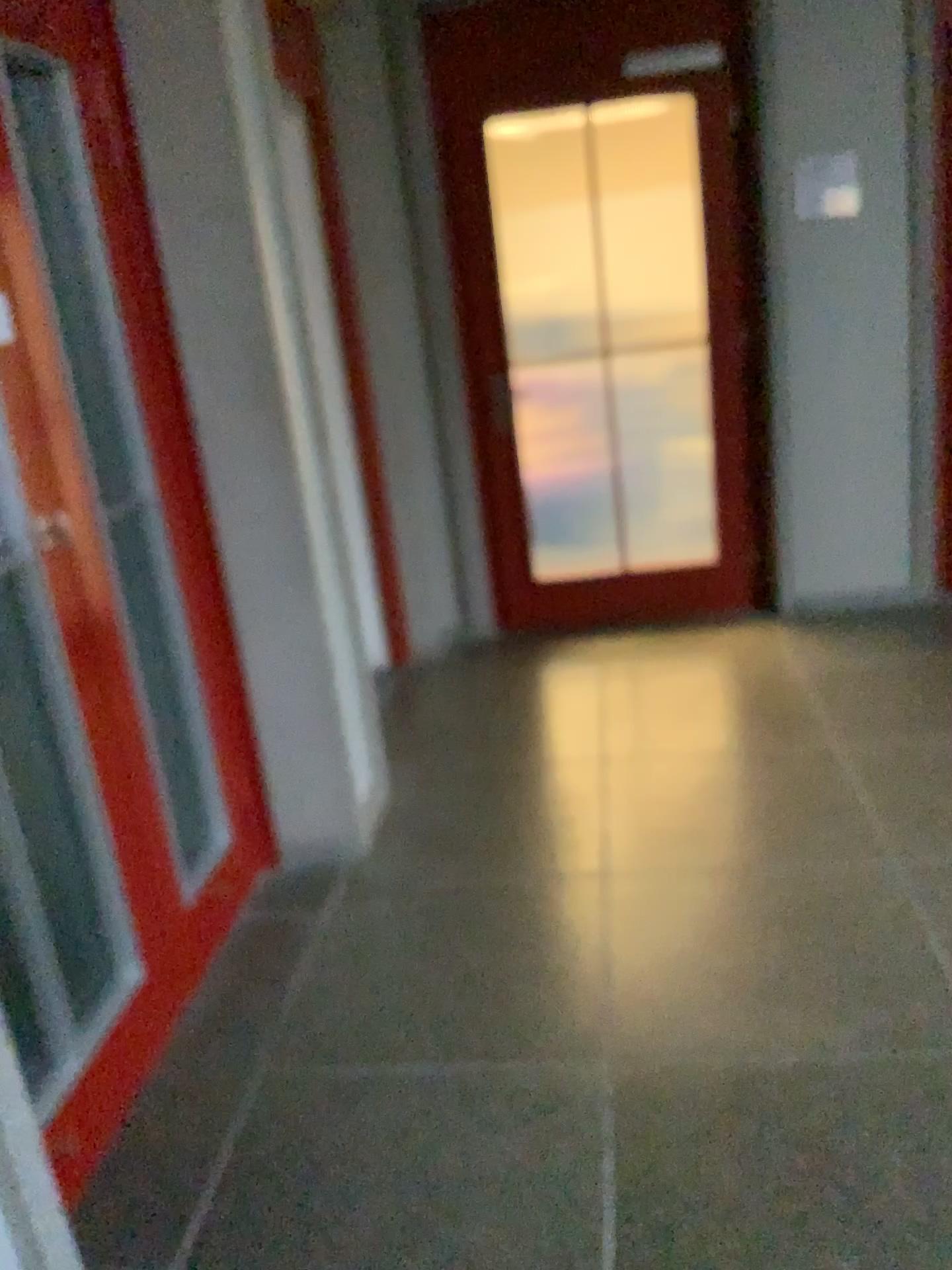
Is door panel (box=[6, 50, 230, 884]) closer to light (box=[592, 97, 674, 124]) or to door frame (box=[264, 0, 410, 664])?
door frame (box=[264, 0, 410, 664])

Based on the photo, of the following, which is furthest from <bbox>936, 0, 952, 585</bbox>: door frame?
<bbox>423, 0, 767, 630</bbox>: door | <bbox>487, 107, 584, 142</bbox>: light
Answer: <bbox>487, 107, 584, 142</bbox>: light

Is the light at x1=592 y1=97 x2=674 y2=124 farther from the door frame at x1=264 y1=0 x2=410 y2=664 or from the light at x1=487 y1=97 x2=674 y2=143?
the door frame at x1=264 y1=0 x2=410 y2=664

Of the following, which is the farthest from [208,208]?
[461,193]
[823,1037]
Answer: [823,1037]

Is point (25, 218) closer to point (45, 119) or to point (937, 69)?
point (45, 119)

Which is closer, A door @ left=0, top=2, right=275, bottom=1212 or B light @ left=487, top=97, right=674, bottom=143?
A door @ left=0, top=2, right=275, bottom=1212

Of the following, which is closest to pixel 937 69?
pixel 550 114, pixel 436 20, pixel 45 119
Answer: pixel 550 114

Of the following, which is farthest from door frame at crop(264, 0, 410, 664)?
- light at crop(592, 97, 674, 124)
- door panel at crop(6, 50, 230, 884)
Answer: door panel at crop(6, 50, 230, 884)

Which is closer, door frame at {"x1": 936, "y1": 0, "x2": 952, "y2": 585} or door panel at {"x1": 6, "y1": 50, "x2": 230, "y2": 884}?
door panel at {"x1": 6, "y1": 50, "x2": 230, "y2": 884}

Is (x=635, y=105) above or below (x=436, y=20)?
below
